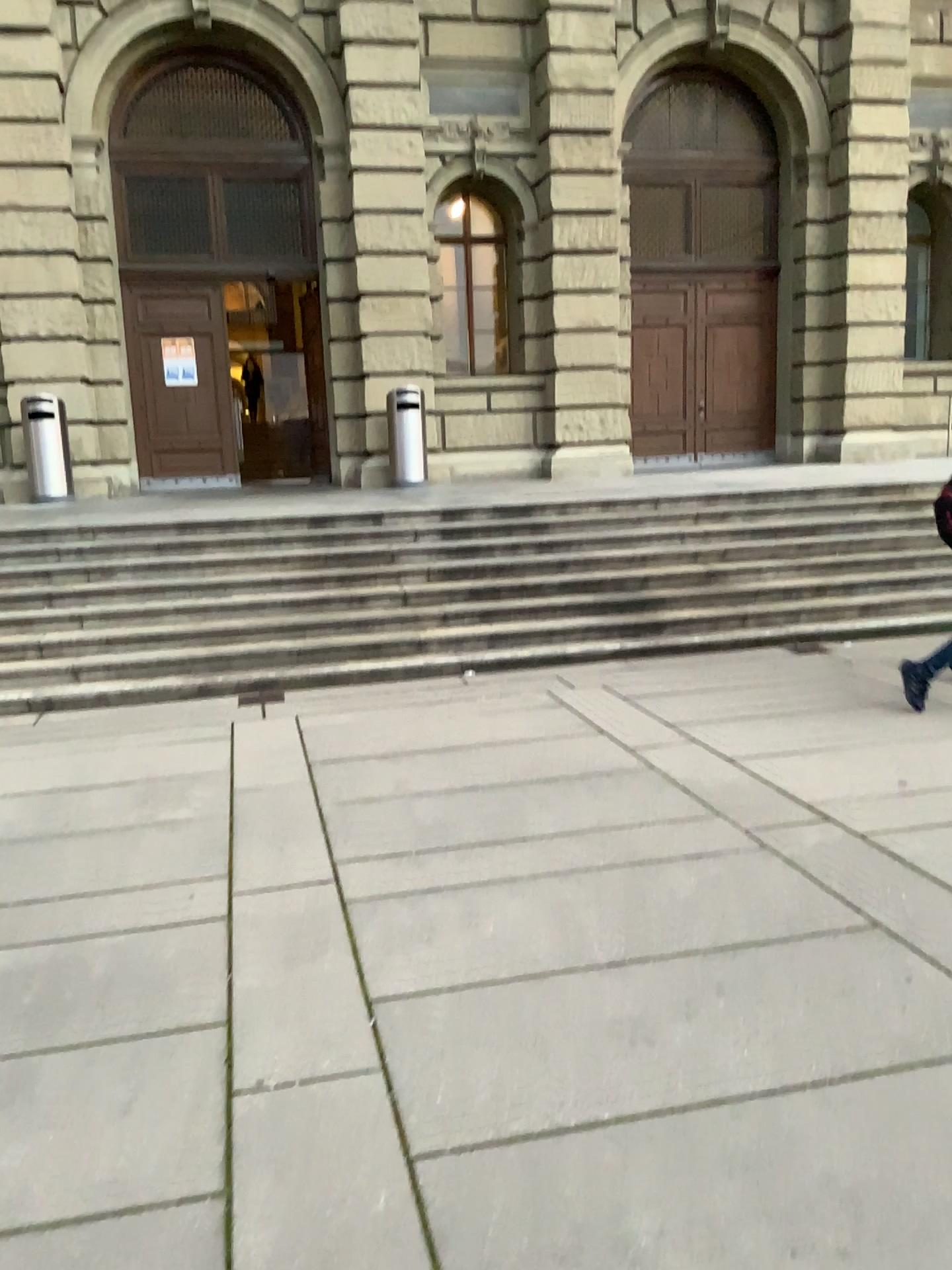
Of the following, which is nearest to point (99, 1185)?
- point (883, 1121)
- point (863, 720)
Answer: point (883, 1121)
